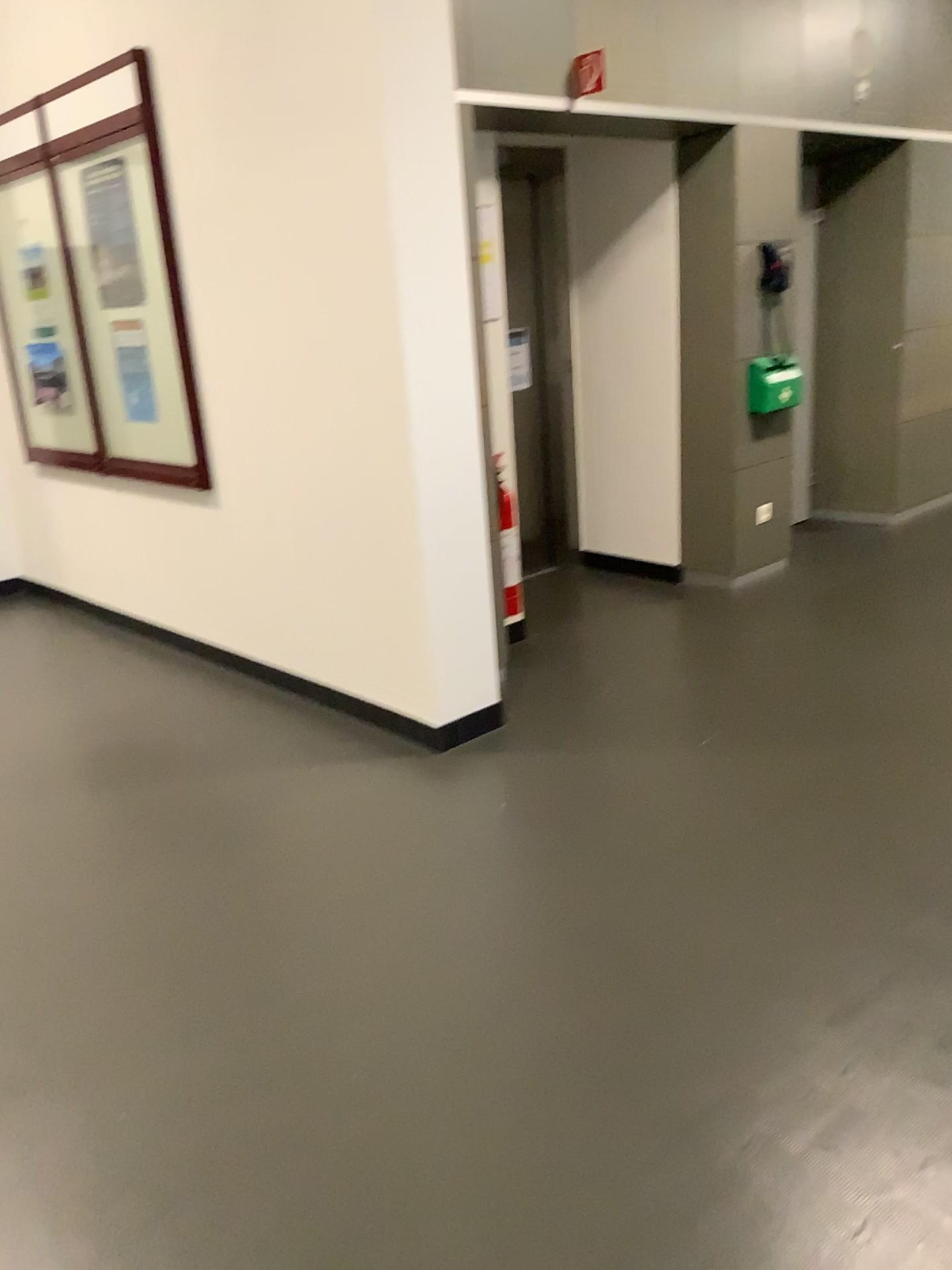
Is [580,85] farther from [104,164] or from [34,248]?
[34,248]

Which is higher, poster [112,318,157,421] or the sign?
the sign

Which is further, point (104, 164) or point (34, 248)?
point (34, 248)

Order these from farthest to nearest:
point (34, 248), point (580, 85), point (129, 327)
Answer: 1. point (34, 248)
2. point (129, 327)
3. point (580, 85)

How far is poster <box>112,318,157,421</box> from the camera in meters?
4.3 m

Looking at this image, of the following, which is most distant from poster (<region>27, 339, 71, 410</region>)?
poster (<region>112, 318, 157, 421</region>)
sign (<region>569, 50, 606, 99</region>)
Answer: sign (<region>569, 50, 606, 99</region>)

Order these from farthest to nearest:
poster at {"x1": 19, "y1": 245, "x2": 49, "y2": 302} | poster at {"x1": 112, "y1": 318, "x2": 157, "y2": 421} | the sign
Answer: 1. poster at {"x1": 19, "y1": 245, "x2": 49, "y2": 302}
2. poster at {"x1": 112, "y1": 318, "x2": 157, "y2": 421}
3. the sign

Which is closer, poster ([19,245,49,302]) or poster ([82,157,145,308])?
poster ([82,157,145,308])

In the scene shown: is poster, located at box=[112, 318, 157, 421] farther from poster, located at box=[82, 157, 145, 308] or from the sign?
the sign

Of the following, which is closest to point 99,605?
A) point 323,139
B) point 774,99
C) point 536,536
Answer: point 536,536
